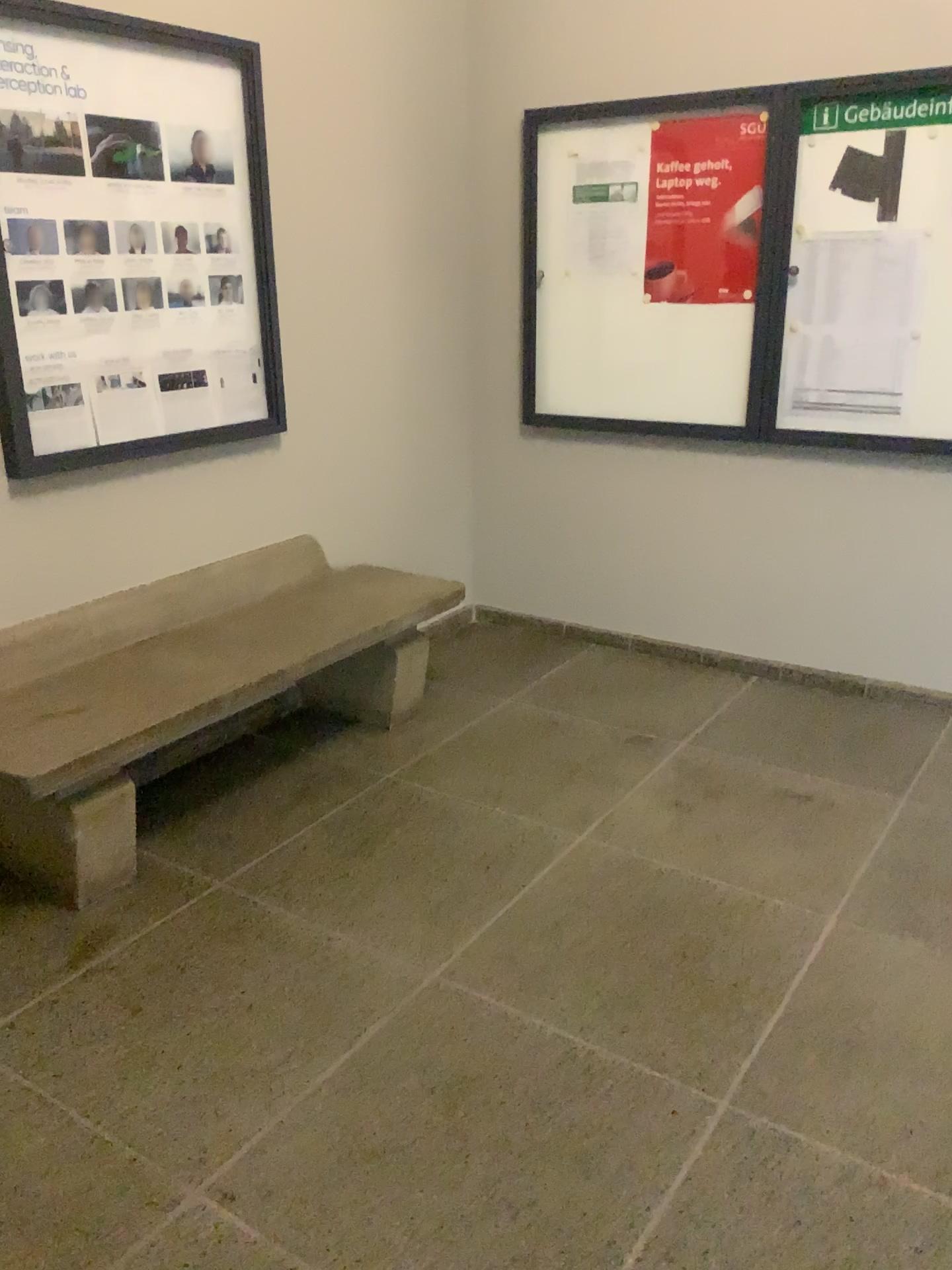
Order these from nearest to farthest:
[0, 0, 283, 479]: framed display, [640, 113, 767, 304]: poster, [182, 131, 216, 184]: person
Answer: [0, 0, 283, 479]: framed display → [182, 131, 216, 184]: person → [640, 113, 767, 304]: poster

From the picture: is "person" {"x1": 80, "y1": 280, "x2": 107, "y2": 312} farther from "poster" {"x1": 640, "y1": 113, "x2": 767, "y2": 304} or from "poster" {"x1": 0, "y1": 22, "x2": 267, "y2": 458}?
"poster" {"x1": 640, "y1": 113, "x2": 767, "y2": 304}

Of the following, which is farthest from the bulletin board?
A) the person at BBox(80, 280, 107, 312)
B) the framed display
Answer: the person at BBox(80, 280, 107, 312)

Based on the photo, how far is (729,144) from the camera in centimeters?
350cm

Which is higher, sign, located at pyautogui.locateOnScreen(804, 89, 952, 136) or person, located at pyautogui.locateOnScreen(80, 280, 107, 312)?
sign, located at pyautogui.locateOnScreen(804, 89, 952, 136)

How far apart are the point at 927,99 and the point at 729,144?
0.6 meters

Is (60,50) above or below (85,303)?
above

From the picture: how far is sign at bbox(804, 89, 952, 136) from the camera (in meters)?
3.14

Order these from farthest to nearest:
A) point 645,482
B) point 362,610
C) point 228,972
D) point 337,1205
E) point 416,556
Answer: point 416,556 < point 645,482 < point 362,610 < point 228,972 < point 337,1205

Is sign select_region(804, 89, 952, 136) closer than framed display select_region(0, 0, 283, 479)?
No
